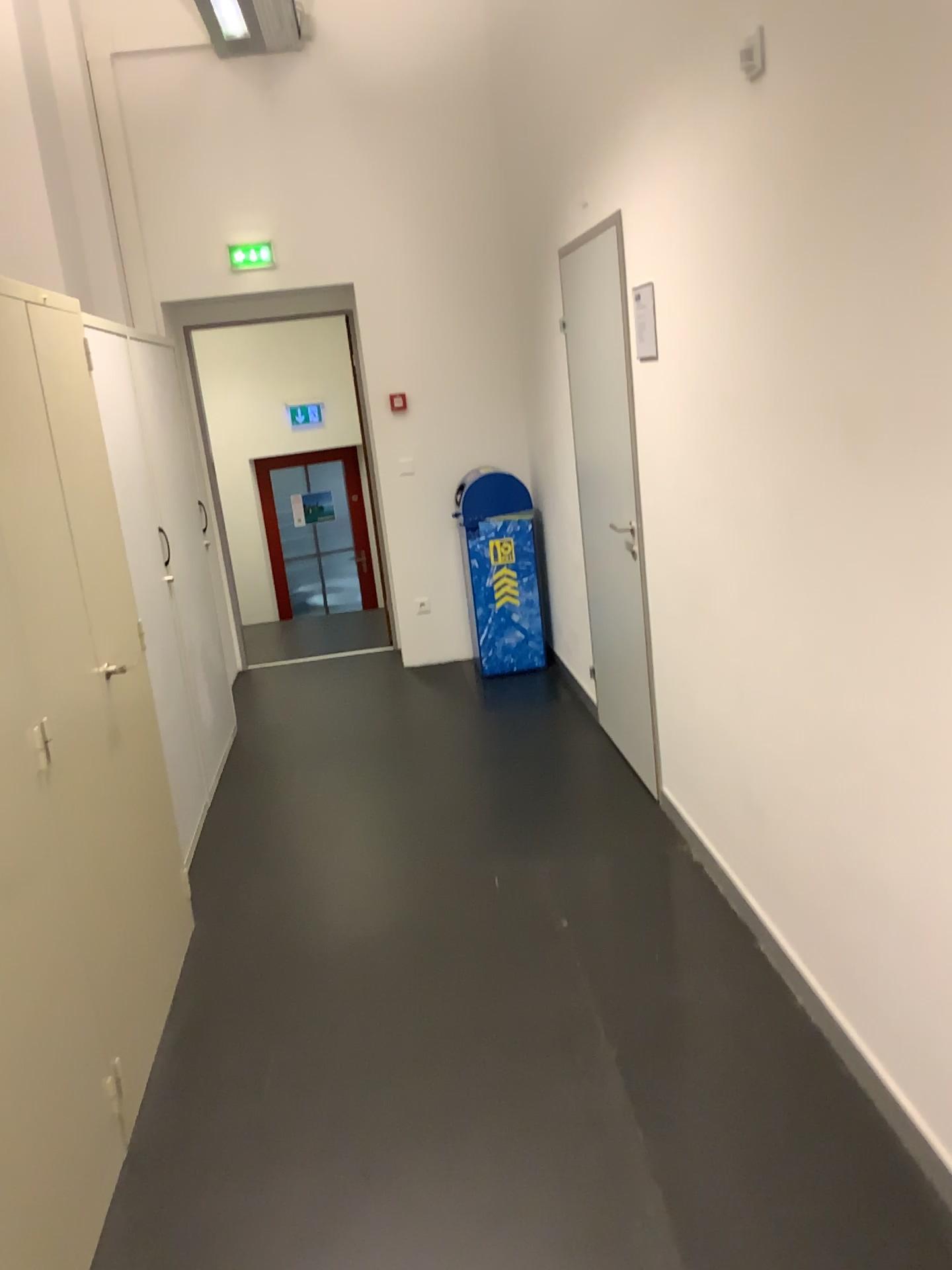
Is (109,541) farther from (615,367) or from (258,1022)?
(615,367)

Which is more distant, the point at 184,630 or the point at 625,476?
the point at 184,630

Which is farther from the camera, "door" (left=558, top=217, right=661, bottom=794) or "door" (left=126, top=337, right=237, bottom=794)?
"door" (left=126, top=337, right=237, bottom=794)

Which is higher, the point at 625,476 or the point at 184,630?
the point at 625,476
